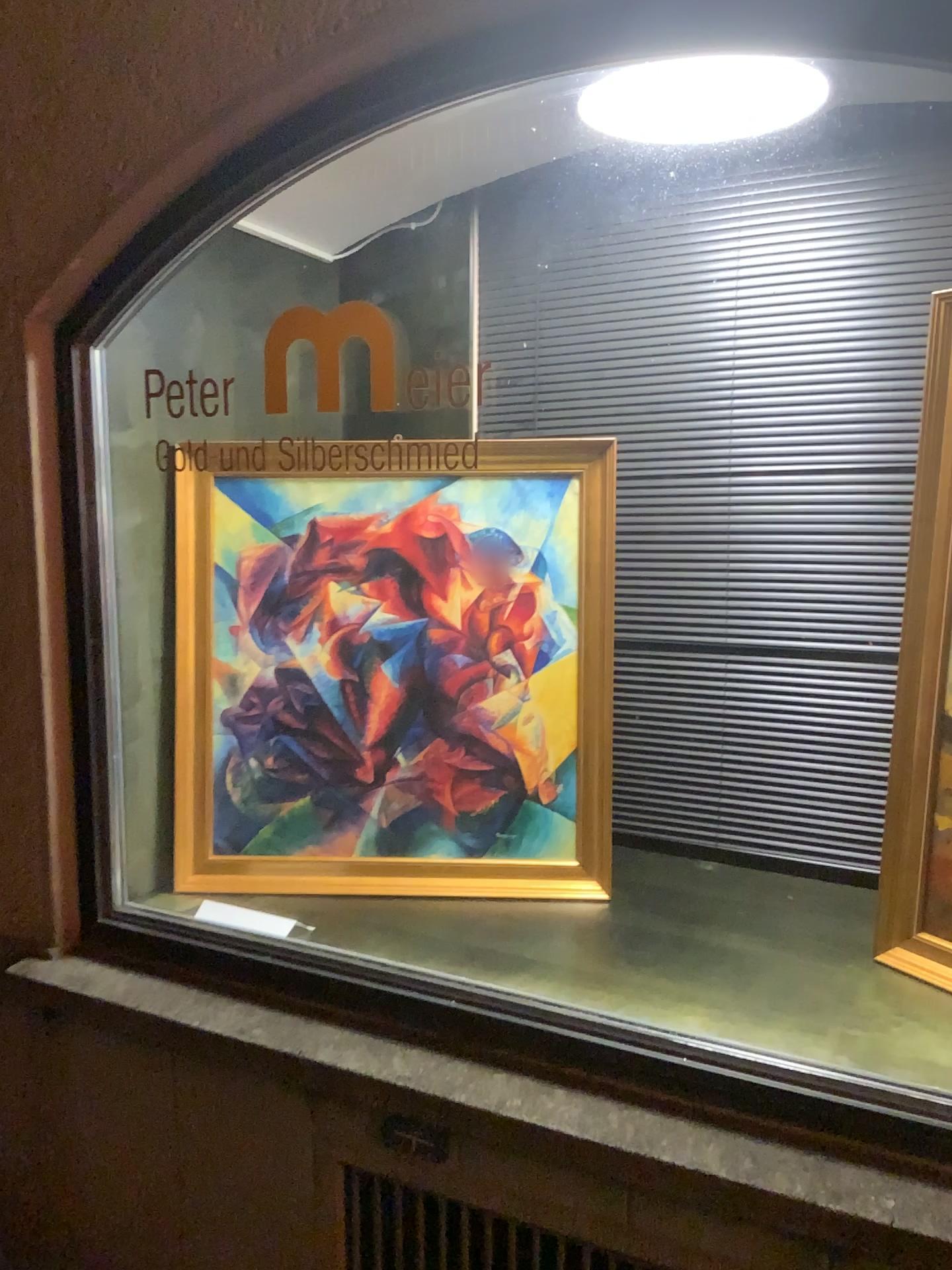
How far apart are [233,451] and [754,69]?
1.17m

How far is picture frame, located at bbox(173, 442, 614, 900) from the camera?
2.12m

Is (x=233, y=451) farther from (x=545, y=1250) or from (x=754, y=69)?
→ (x=545, y=1250)

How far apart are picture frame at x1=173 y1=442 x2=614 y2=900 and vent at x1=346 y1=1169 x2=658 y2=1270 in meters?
0.6 m

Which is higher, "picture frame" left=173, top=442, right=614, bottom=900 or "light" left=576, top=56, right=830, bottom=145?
"light" left=576, top=56, right=830, bottom=145

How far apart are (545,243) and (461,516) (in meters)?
0.82

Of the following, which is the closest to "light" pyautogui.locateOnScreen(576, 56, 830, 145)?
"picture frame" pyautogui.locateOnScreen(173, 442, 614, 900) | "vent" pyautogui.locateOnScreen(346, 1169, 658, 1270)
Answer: "picture frame" pyautogui.locateOnScreen(173, 442, 614, 900)

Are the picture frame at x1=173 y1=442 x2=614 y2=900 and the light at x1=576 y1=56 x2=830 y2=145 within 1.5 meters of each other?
yes

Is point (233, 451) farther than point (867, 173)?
Yes

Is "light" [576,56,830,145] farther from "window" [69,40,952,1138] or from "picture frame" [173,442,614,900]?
"picture frame" [173,442,614,900]
